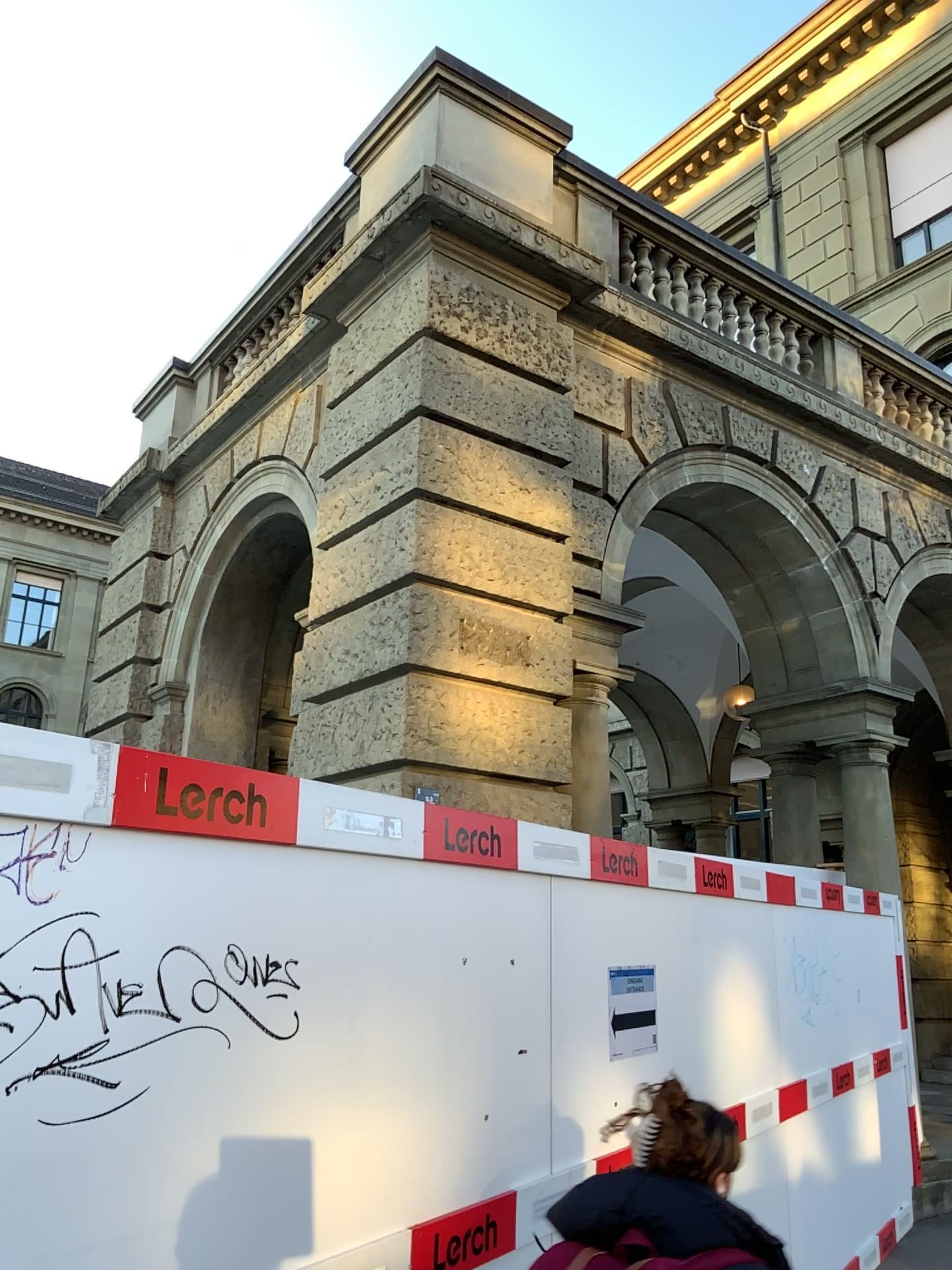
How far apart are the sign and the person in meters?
1.7

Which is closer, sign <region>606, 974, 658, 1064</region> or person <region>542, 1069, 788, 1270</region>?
person <region>542, 1069, 788, 1270</region>

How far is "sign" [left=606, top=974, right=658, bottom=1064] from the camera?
3.6 meters

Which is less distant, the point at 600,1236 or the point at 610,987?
the point at 600,1236

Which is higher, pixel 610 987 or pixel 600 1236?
pixel 610 987

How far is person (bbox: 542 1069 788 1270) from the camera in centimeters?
182cm

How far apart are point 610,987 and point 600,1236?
1.84m

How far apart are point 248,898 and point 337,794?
0.35m
